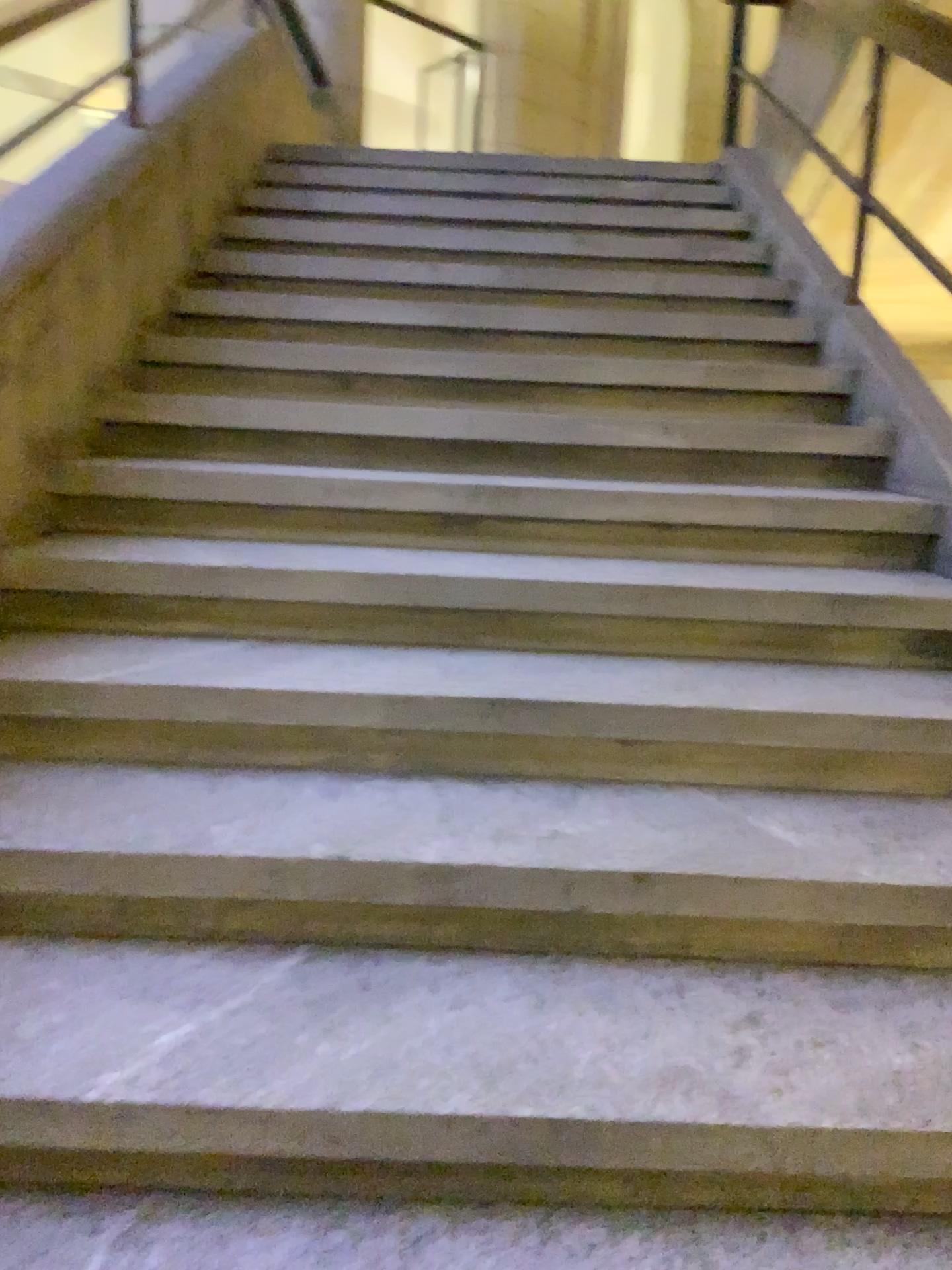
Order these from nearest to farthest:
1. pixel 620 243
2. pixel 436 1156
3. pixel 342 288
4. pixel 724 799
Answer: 1. pixel 436 1156
2. pixel 724 799
3. pixel 342 288
4. pixel 620 243
